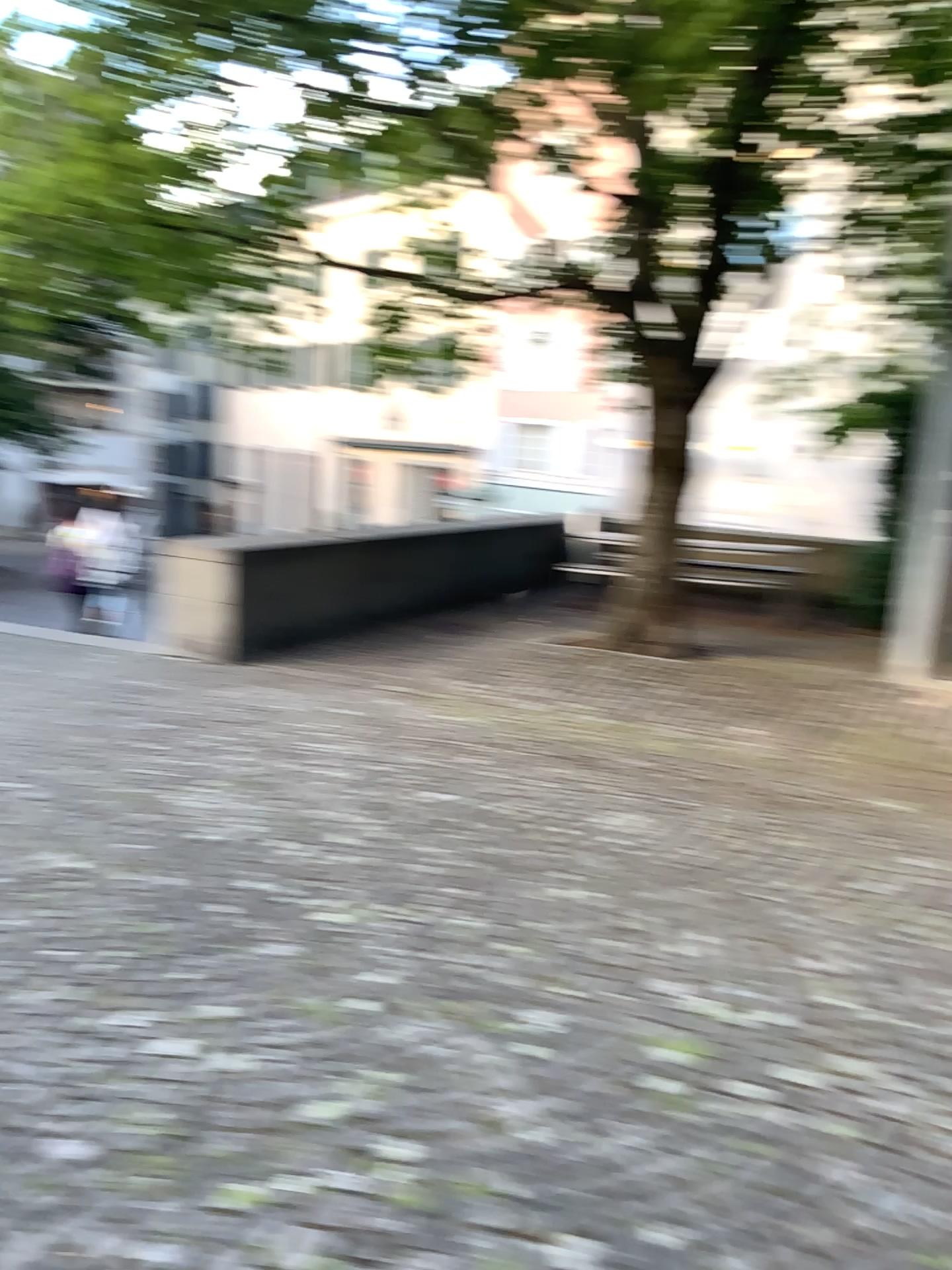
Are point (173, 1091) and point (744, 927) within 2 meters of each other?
yes
